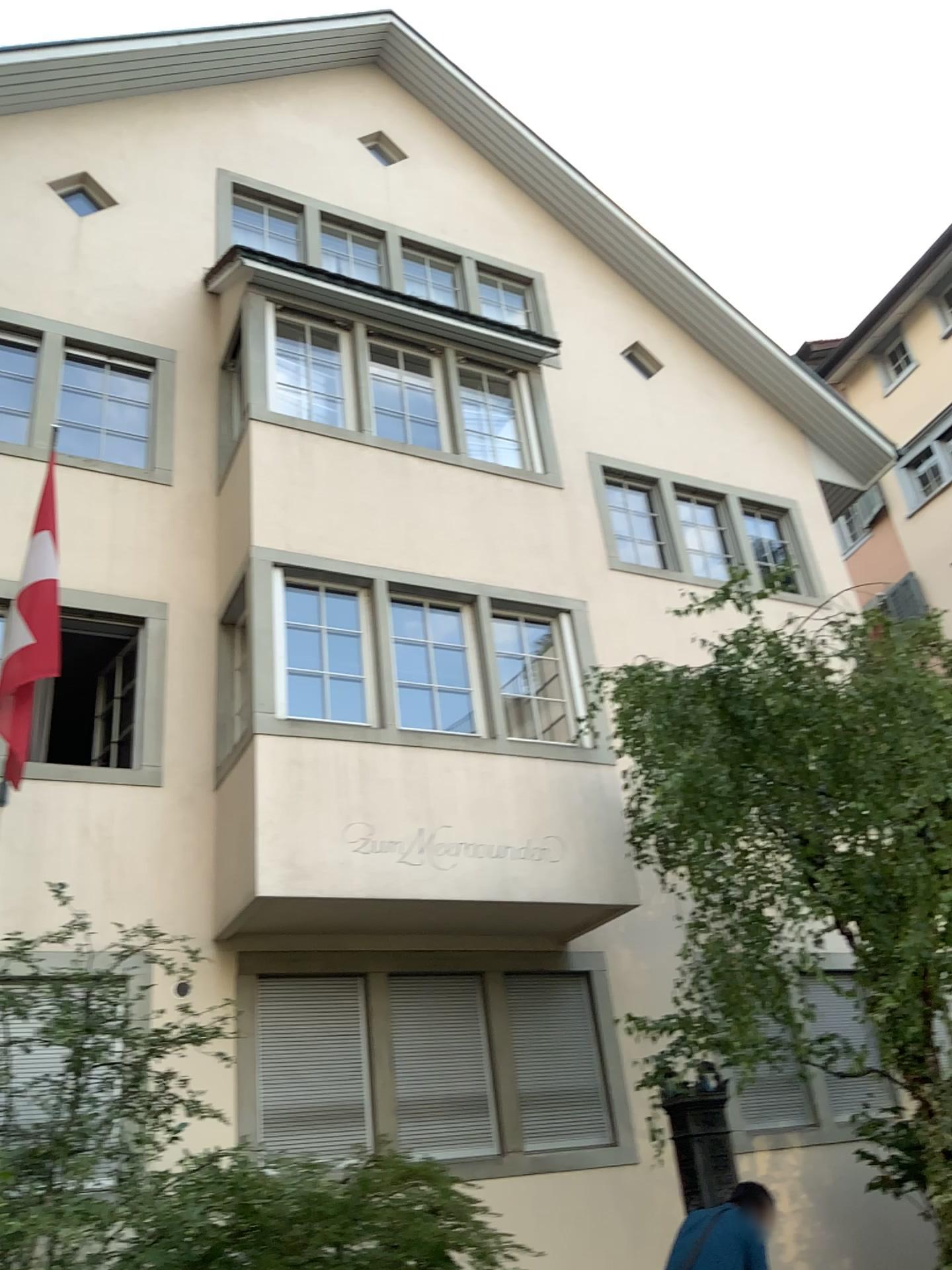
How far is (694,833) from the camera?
5.0m
